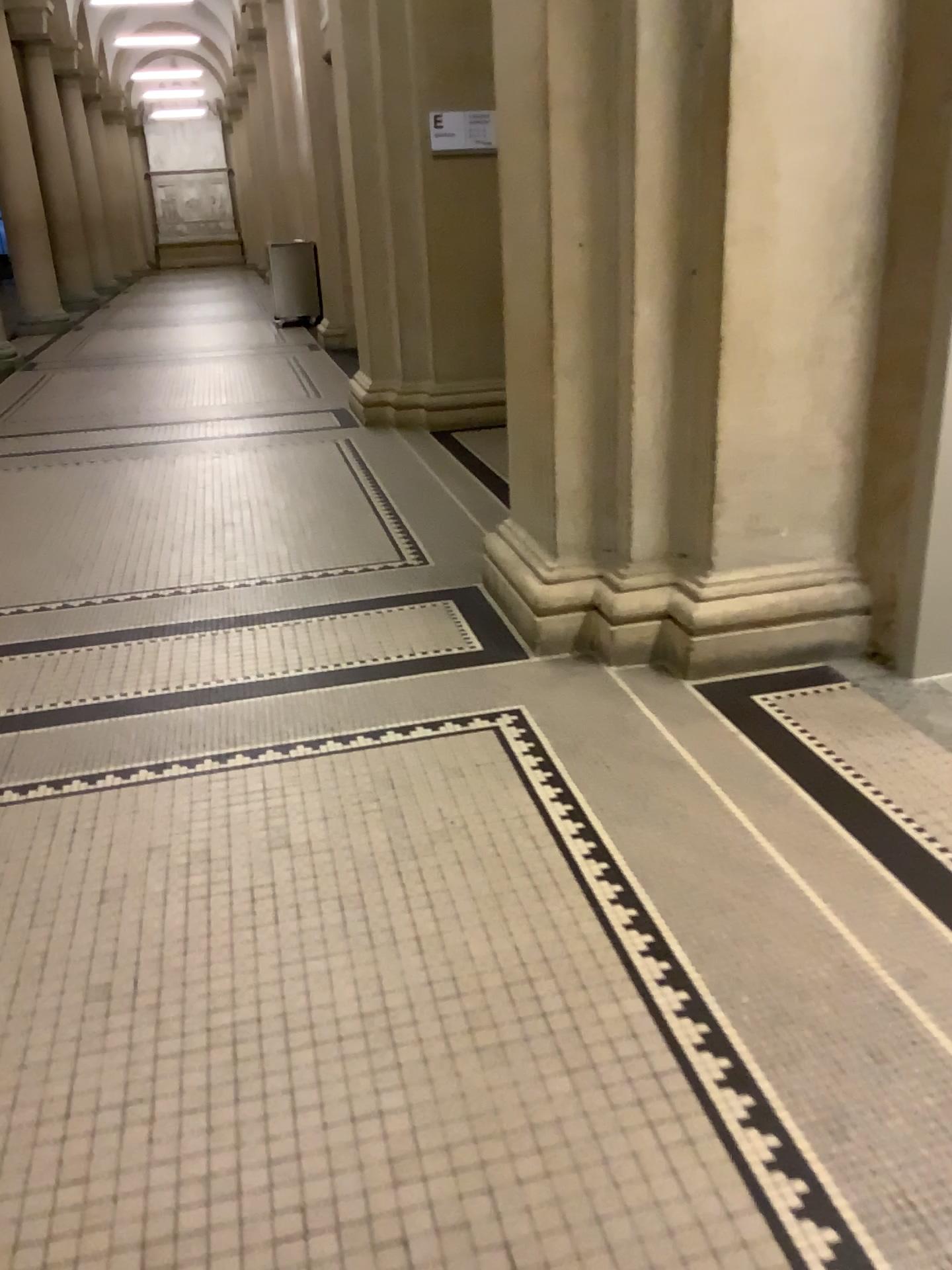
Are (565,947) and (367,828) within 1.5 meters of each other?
yes
